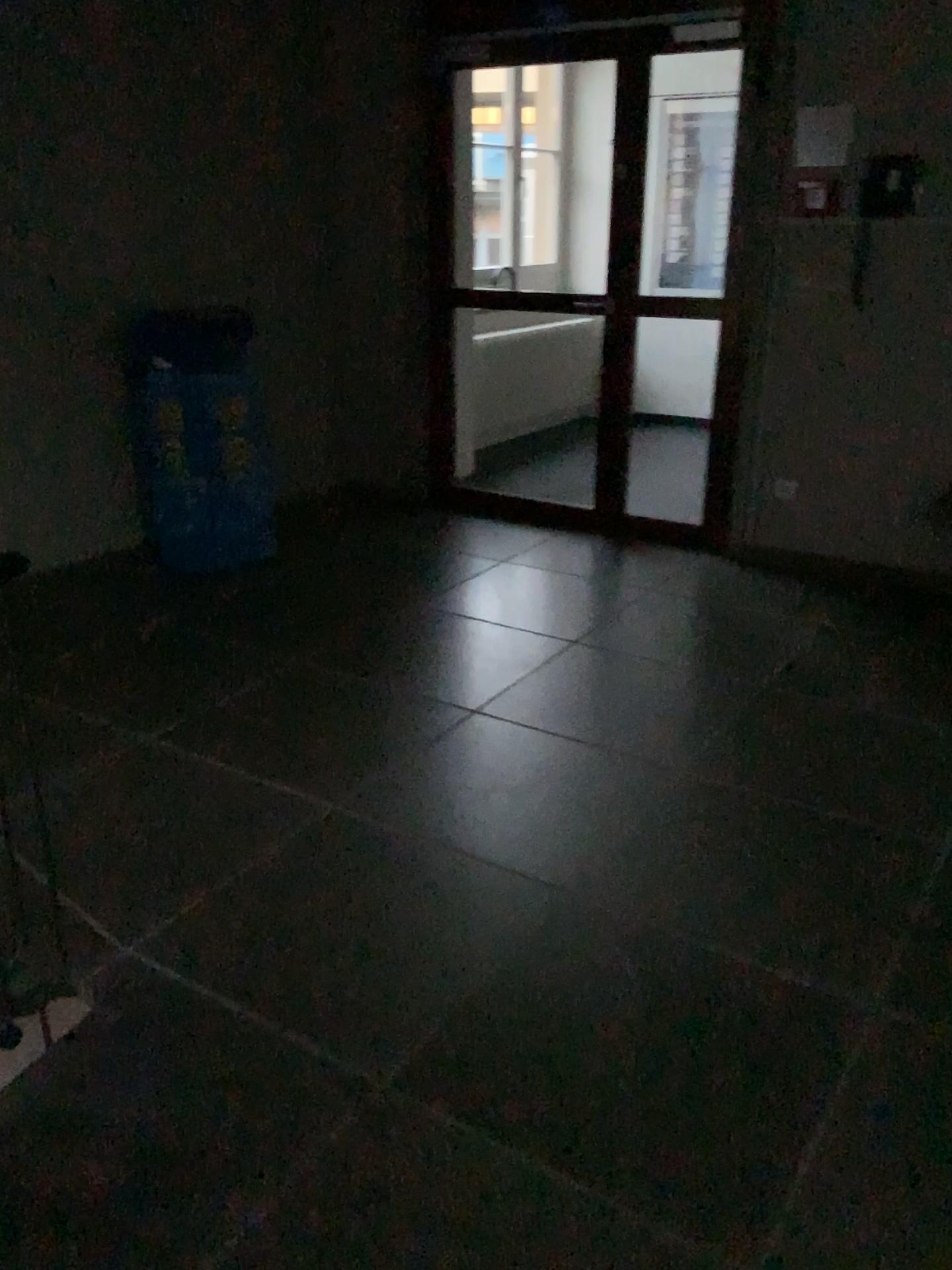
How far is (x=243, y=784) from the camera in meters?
2.9

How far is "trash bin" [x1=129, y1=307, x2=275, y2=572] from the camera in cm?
420

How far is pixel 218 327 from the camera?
4.2 meters
